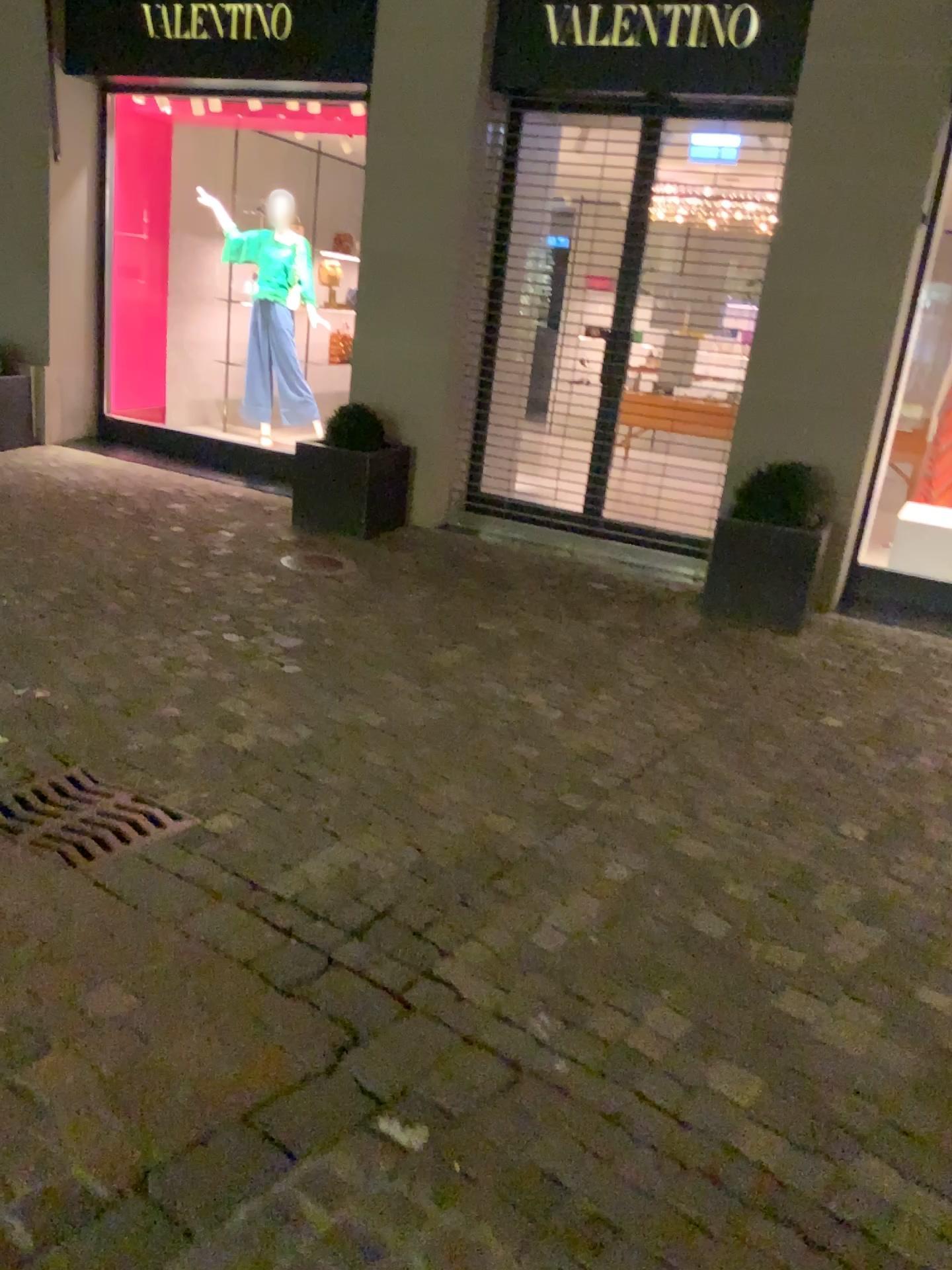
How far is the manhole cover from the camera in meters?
2.7

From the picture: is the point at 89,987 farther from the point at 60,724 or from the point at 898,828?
the point at 898,828

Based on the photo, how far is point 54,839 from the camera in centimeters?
266cm
